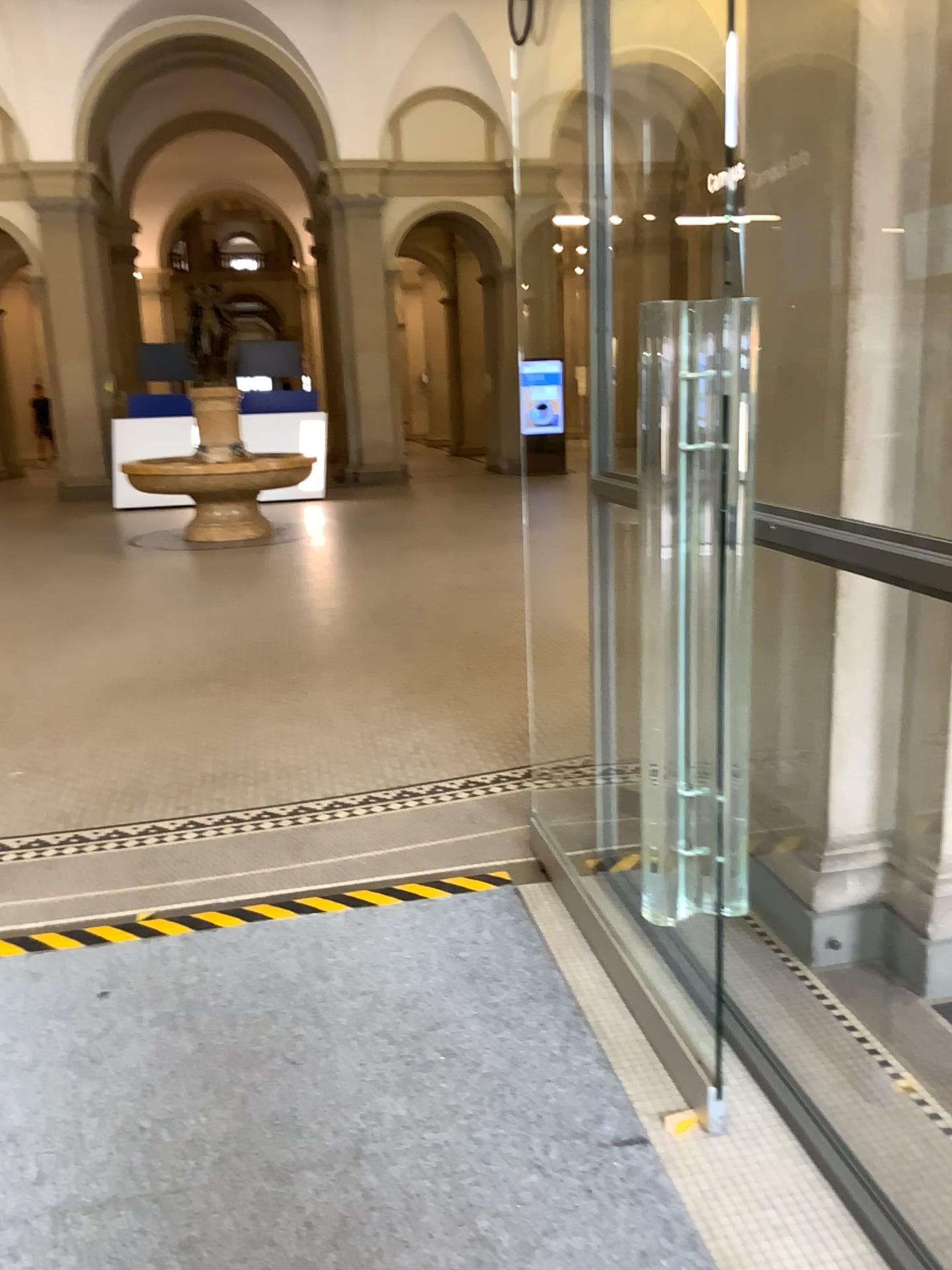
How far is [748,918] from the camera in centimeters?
275cm
